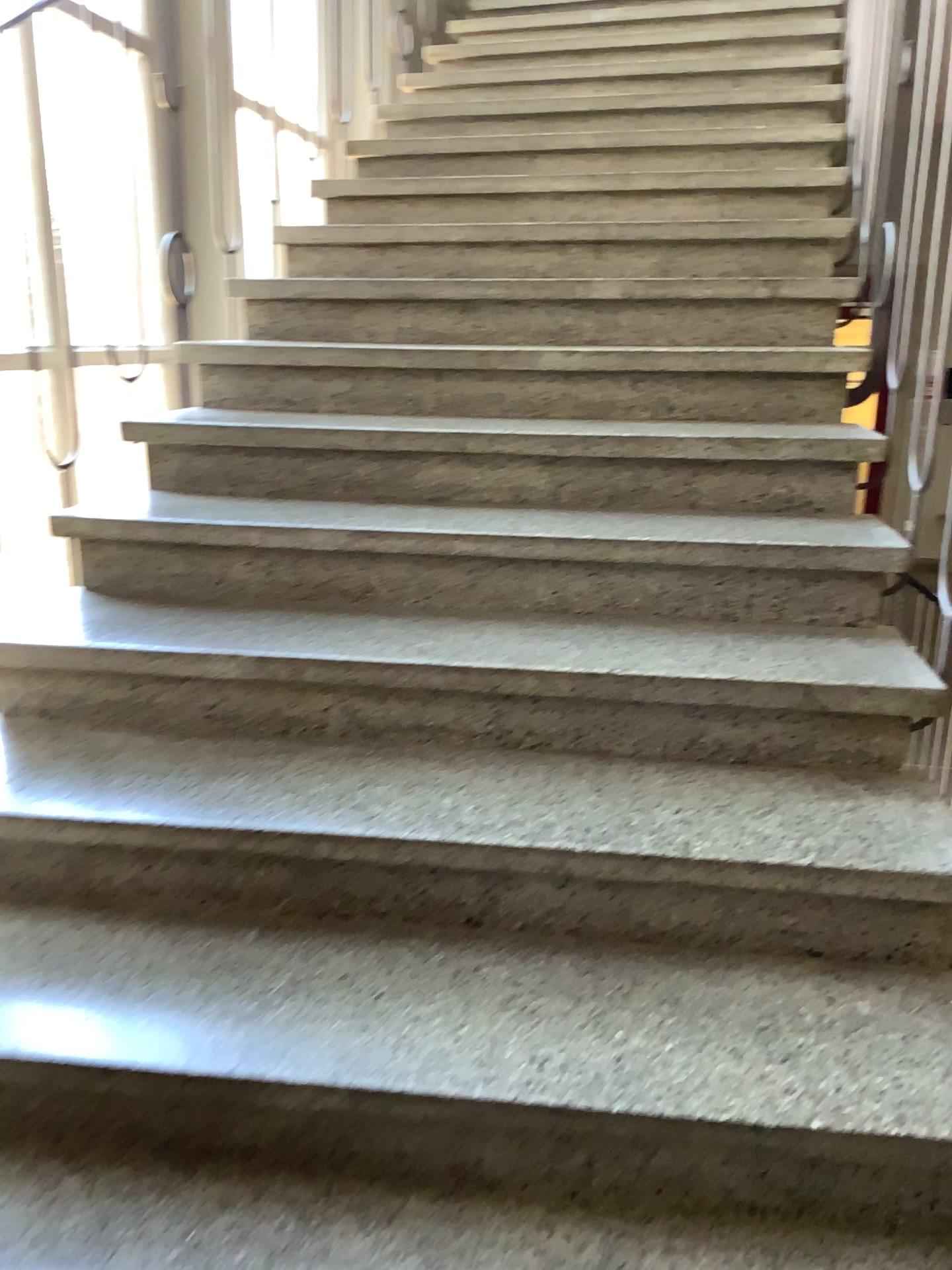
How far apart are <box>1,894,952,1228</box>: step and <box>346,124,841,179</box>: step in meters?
2.5 m

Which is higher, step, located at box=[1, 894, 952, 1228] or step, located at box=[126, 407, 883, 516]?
step, located at box=[126, 407, 883, 516]

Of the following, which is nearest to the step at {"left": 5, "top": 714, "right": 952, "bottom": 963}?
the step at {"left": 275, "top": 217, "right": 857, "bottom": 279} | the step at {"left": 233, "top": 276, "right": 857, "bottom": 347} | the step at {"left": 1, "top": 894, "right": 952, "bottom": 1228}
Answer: the step at {"left": 1, "top": 894, "right": 952, "bottom": 1228}

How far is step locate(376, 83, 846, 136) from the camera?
3.4 meters

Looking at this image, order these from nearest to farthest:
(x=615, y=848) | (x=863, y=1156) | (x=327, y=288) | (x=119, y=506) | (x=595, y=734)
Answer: (x=863, y=1156)
(x=615, y=848)
(x=595, y=734)
(x=119, y=506)
(x=327, y=288)

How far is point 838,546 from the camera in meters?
1.9 m

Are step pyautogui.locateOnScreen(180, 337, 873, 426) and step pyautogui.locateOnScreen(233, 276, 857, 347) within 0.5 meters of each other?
yes

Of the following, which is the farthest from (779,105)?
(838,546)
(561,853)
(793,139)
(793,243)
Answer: A: (561,853)

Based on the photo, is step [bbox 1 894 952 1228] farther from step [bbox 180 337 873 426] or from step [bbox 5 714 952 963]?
step [bbox 180 337 873 426]

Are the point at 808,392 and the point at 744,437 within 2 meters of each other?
yes
